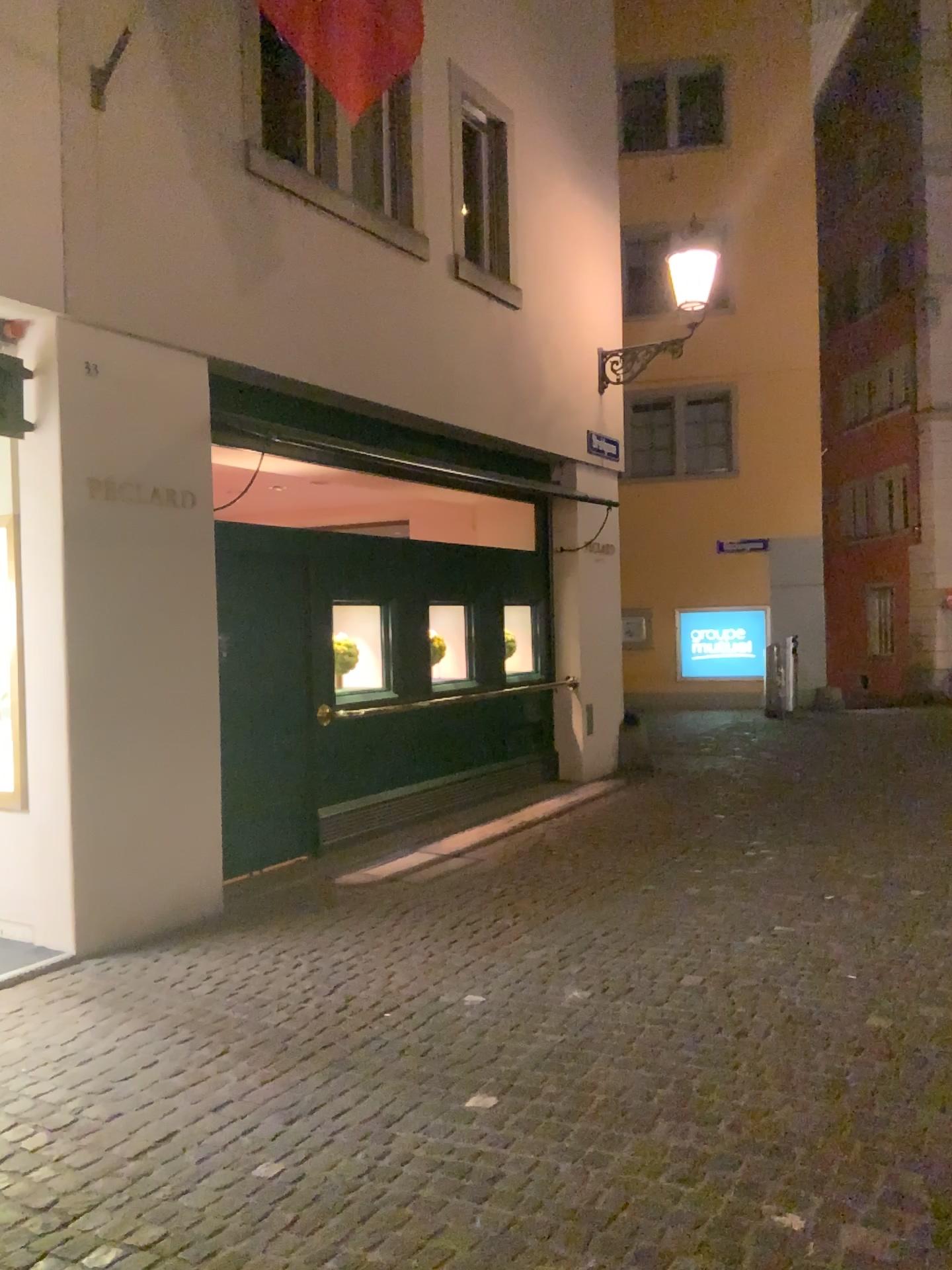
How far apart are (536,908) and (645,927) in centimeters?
68cm
